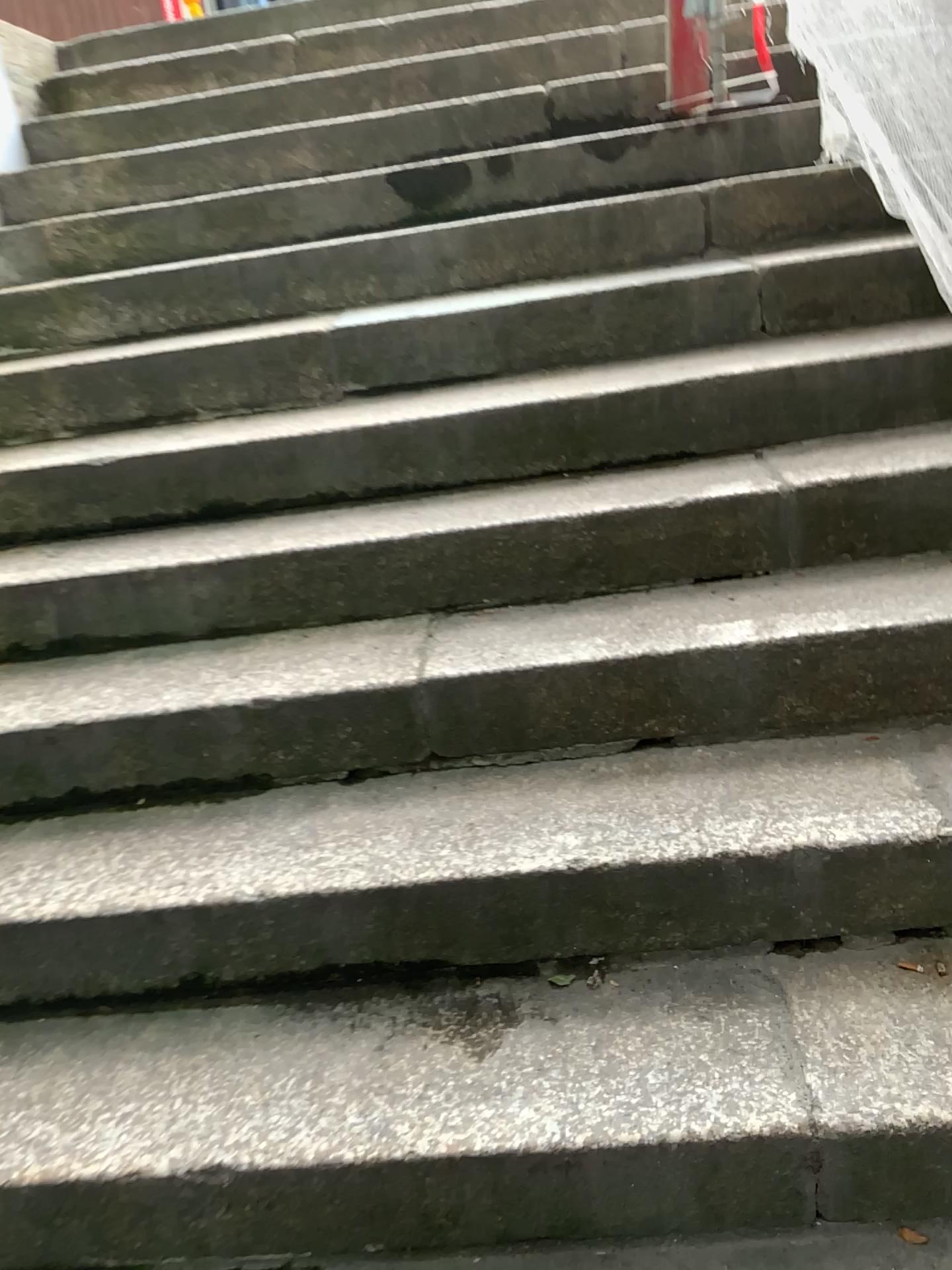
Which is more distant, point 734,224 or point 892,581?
point 734,224
